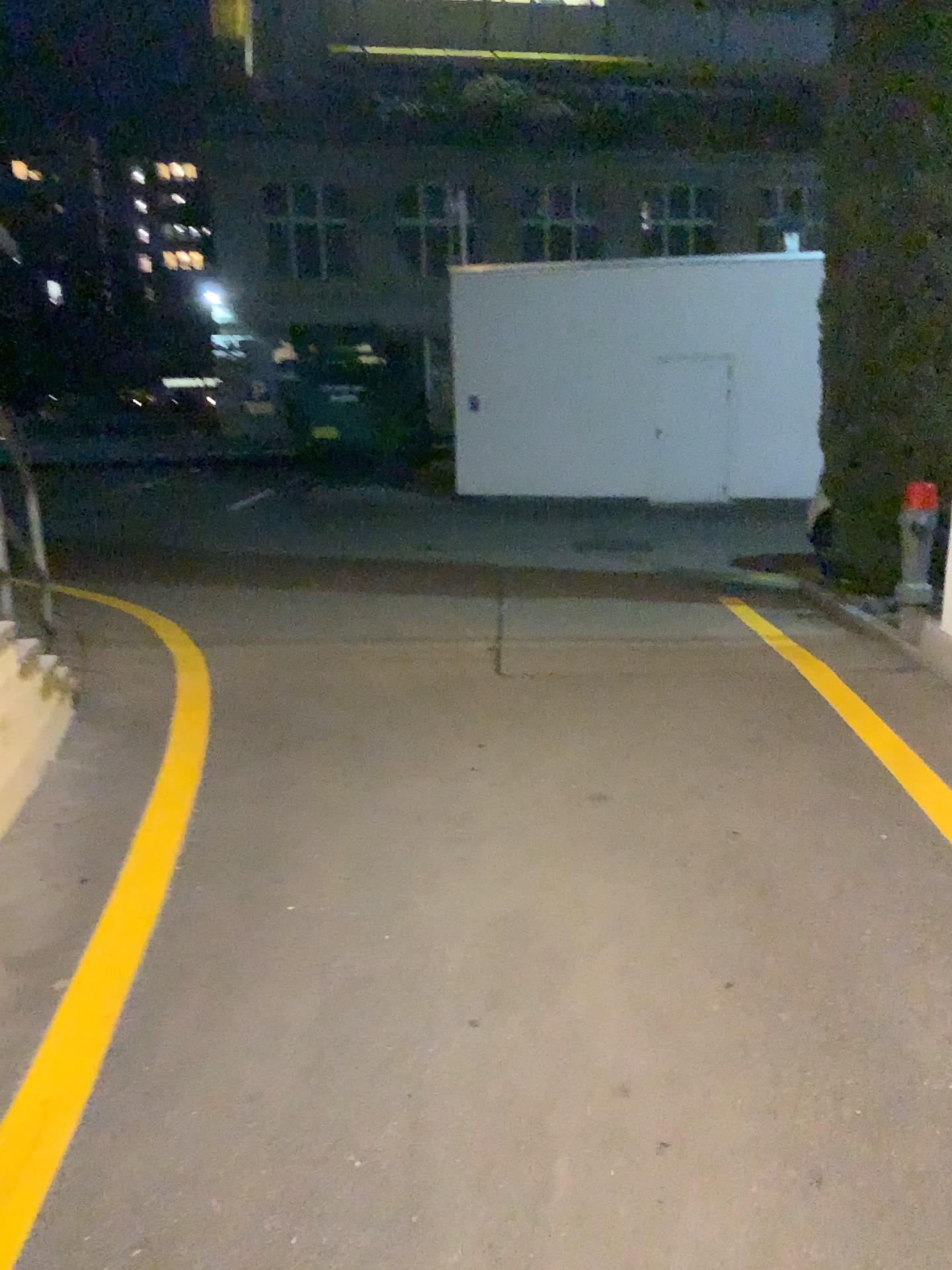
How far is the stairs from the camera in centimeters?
381cm

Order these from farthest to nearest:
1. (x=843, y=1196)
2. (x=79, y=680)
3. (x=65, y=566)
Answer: (x=65, y=566)
(x=79, y=680)
(x=843, y=1196)

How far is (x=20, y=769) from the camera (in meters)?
3.81
